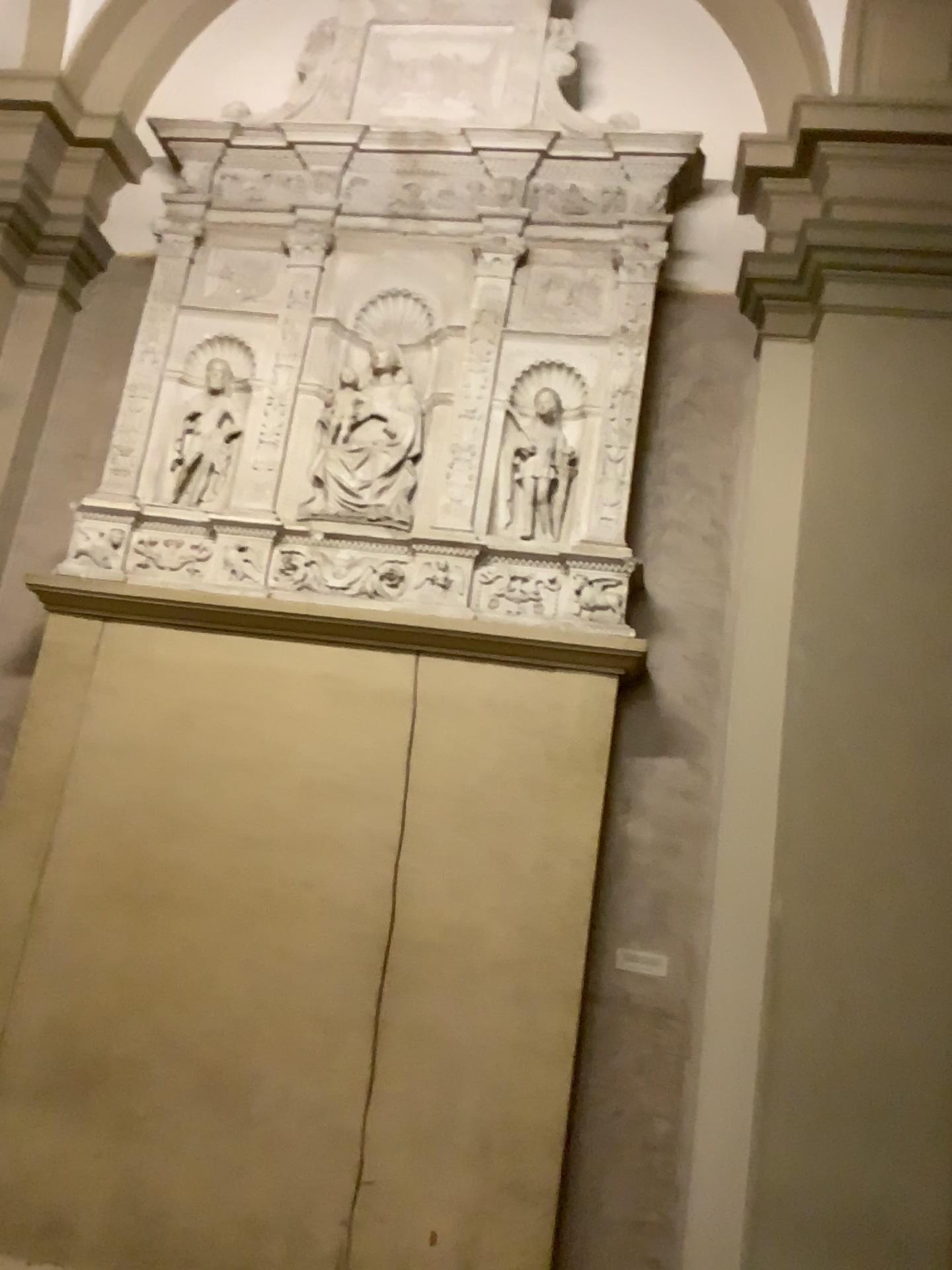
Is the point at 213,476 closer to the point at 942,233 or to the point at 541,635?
the point at 541,635

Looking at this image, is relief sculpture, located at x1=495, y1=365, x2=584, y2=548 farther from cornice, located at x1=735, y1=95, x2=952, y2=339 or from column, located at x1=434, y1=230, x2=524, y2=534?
cornice, located at x1=735, y1=95, x2=952, y2=339

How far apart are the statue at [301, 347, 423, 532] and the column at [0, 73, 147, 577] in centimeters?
125cm

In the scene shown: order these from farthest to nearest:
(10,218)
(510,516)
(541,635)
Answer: (10,218), (510,516), (541,635)

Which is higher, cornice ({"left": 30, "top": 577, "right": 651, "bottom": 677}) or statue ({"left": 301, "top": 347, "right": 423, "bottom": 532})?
statue ({"left": 301, "top": 347, "right": 423, "bottom": 532})

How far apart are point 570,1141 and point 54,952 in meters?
1.9

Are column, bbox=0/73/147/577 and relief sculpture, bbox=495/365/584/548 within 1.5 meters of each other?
no

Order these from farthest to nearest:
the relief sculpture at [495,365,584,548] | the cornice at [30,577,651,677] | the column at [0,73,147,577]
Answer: the column at [0,73,147,577] → the relief sculpture at [495,365,584,548] → the cornice at [30,577,651,677]

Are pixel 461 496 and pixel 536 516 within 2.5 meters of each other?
yes

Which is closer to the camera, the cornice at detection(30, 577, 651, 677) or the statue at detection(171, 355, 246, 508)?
the cornice at detection(30, 577, 651, 677)
